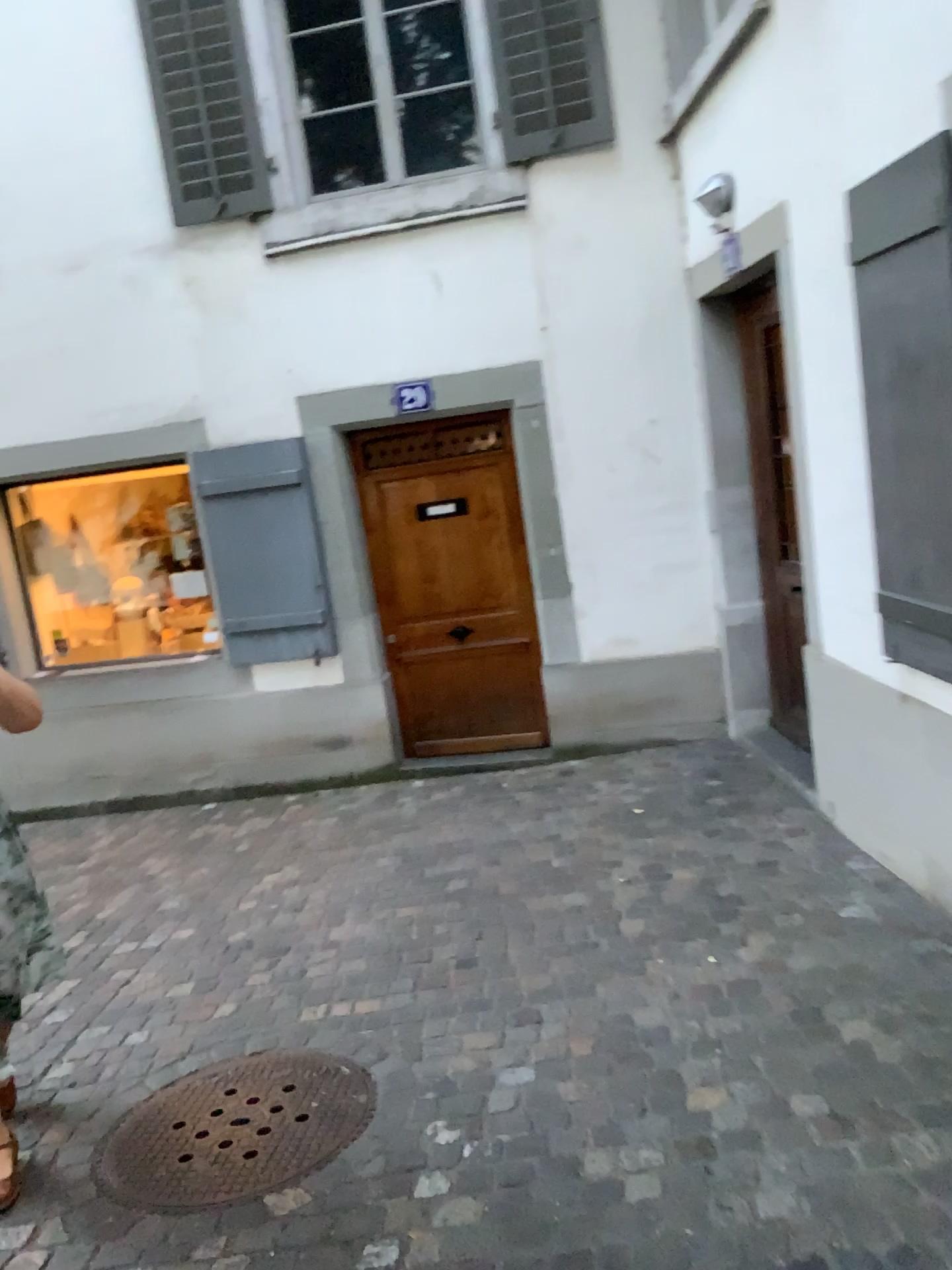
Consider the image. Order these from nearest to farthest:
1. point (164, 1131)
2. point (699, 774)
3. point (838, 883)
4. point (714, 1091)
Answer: point (714, 1091), point (164, 1131), point (838, 883), point (699, 774)

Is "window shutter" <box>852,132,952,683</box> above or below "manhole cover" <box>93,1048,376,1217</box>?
above

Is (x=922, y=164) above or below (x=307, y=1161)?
above
